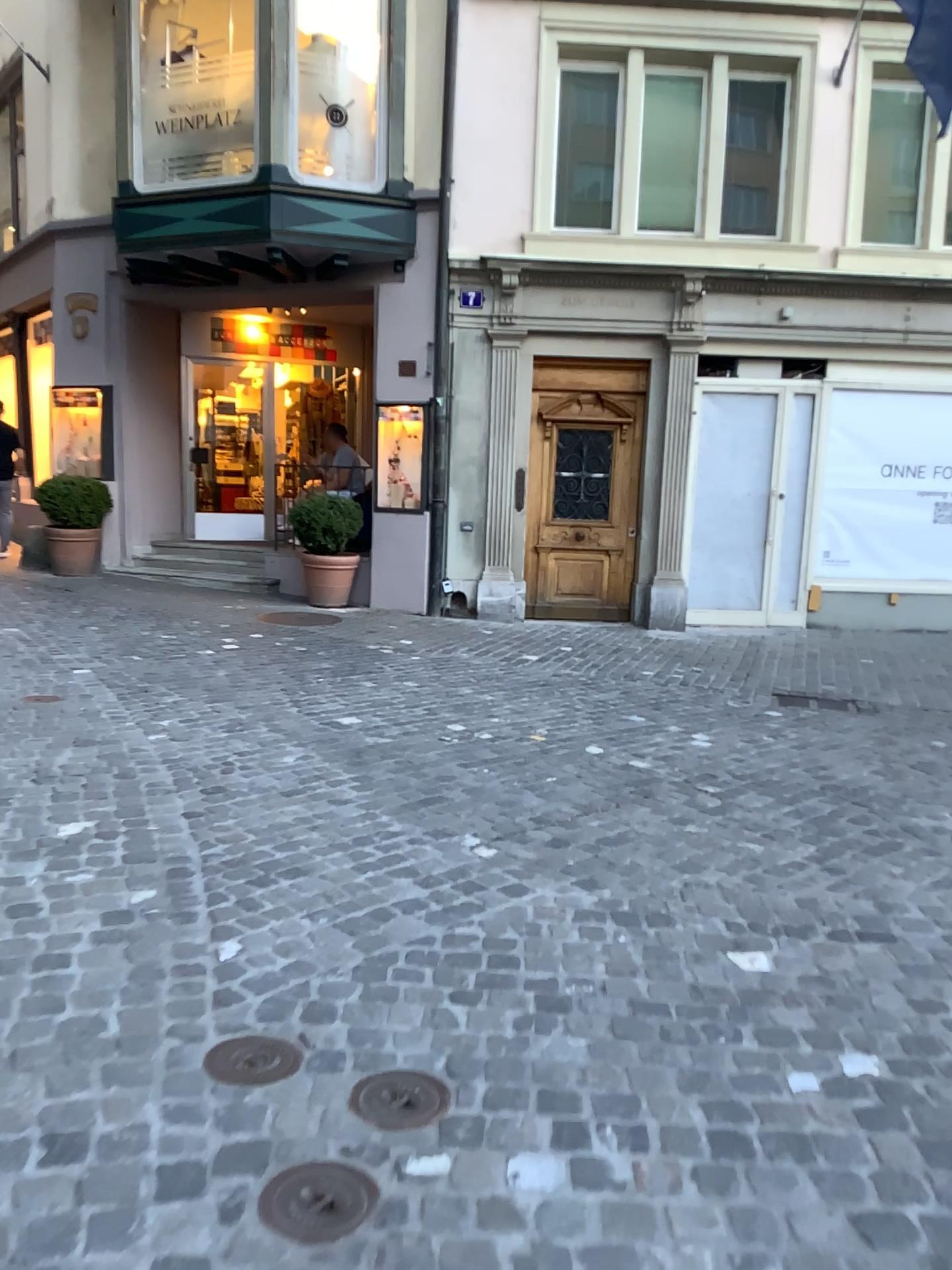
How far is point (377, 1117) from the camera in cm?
202

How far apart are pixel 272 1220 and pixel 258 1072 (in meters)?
0.44

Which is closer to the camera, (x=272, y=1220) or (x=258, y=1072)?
(x=272, y=1220)

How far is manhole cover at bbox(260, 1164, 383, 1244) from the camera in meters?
1.7

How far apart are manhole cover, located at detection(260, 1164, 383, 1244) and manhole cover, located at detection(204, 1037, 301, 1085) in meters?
0.3

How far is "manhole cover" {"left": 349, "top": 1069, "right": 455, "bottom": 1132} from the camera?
2.0 meters

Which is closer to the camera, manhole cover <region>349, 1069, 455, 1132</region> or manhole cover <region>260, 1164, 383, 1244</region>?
manhole cover <region>260, 1164, 383, 1244</region>

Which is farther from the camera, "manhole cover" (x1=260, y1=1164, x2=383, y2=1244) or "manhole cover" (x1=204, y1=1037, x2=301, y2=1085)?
"manhole cover" (x1=204, y1=1037, x2=301, y2=1085)

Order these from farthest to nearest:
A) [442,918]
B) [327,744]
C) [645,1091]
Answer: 1. [327,744]
2. [442,918]
3. [645,1091]

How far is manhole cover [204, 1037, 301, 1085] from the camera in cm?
215
